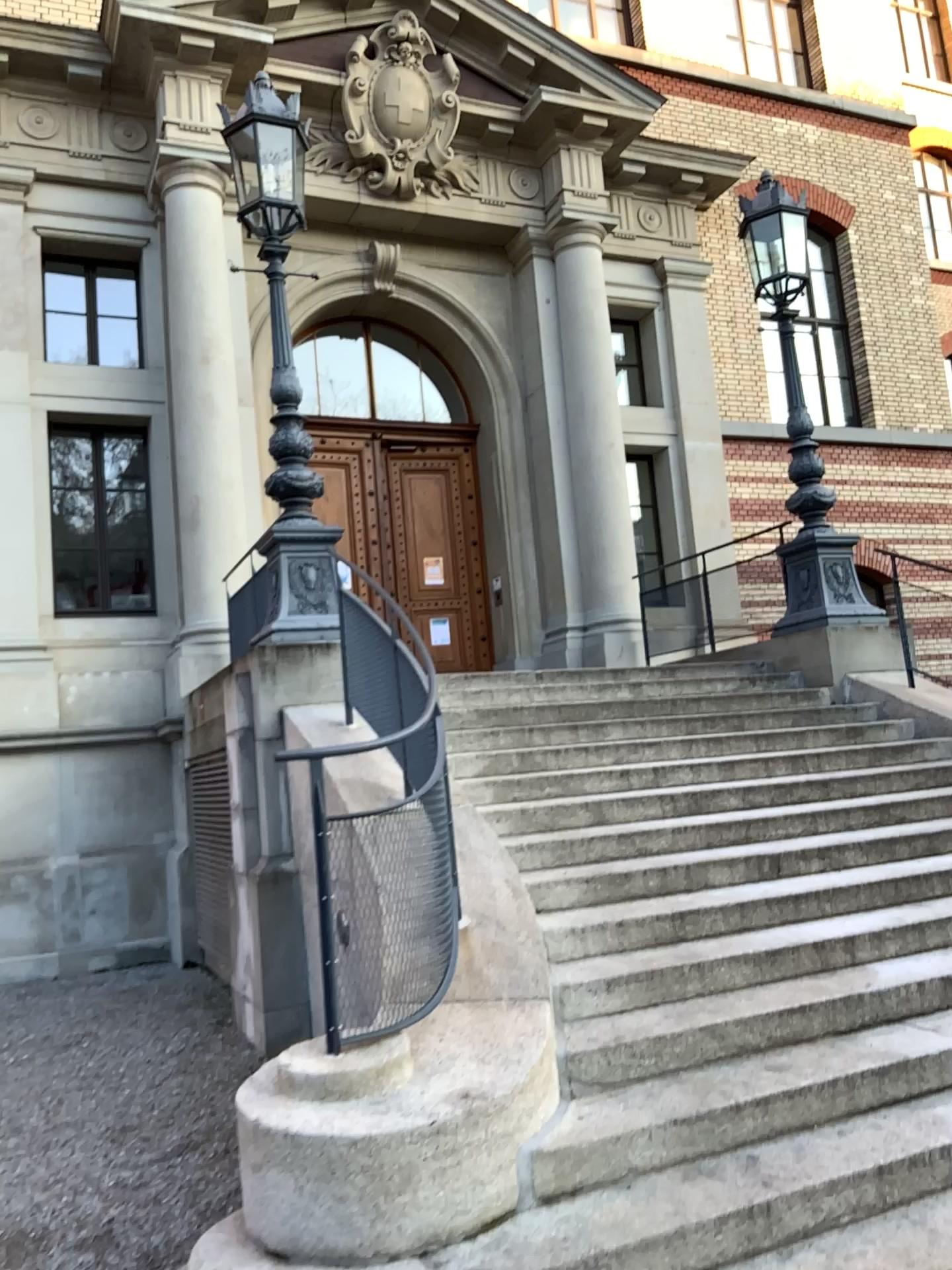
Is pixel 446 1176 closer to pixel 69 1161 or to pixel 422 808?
pixel 422 808
